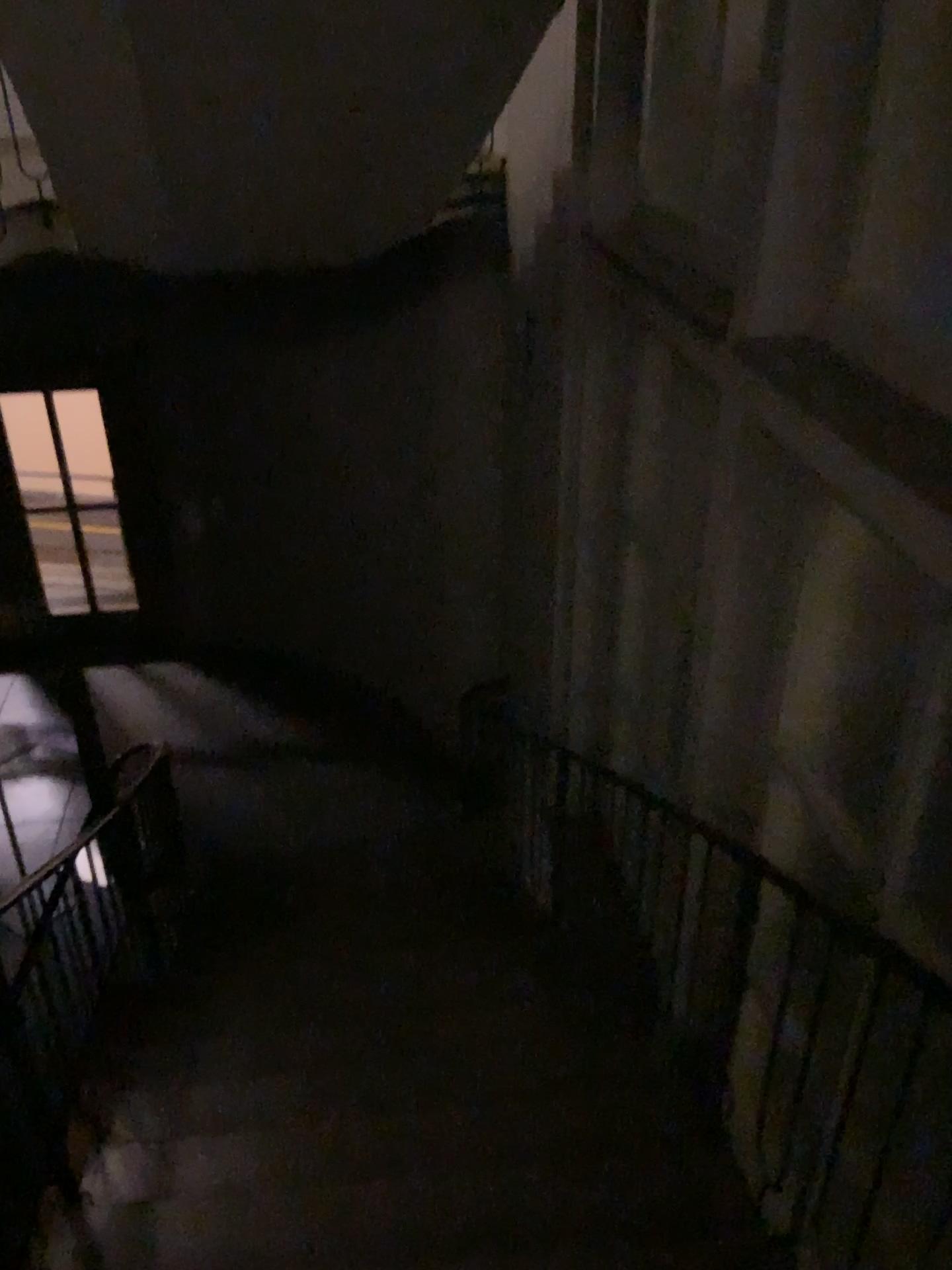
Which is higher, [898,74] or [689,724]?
[898,74]
